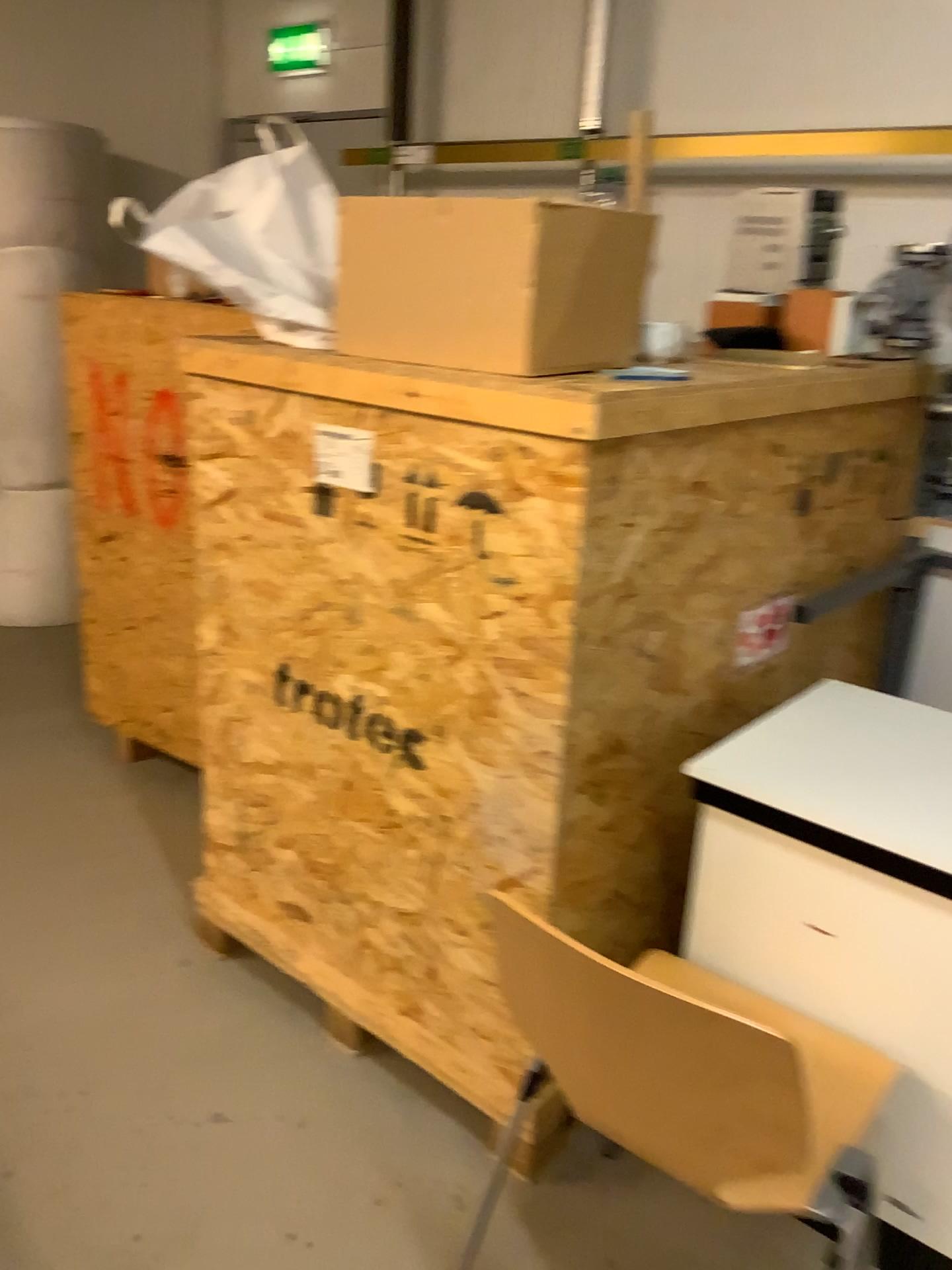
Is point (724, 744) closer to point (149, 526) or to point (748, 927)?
point (748, 927)

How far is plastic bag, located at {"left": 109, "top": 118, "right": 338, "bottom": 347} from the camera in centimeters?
197cm

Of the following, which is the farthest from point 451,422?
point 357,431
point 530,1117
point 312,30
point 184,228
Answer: point 312,30

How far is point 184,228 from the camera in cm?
197

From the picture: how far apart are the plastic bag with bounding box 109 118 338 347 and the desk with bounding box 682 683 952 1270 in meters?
1.0 m

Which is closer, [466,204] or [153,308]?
[466,204]

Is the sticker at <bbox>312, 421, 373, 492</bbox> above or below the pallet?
above

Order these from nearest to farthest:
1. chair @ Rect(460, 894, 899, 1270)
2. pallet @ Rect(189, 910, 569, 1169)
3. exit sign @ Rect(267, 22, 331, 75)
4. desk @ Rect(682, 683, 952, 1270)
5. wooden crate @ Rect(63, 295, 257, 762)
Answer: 1. chair @ Rect(460, 894, 899, 1270)
2. desk @ Rect(682, 683, 952, 1270)
3. pallet @ Rect(189, 910, 569, 1169)
4. wooden crate @ Rect(63, 295, 257, 762)
5. exit sign @ Rect(267, 22, 331, 75)

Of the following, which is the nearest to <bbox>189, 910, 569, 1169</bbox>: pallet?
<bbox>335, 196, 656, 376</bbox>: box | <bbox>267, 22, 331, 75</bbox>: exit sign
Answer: <bbox>335, 196, 656, 376</bbox>: box

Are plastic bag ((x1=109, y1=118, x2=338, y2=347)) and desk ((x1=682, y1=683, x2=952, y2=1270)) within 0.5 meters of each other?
no
